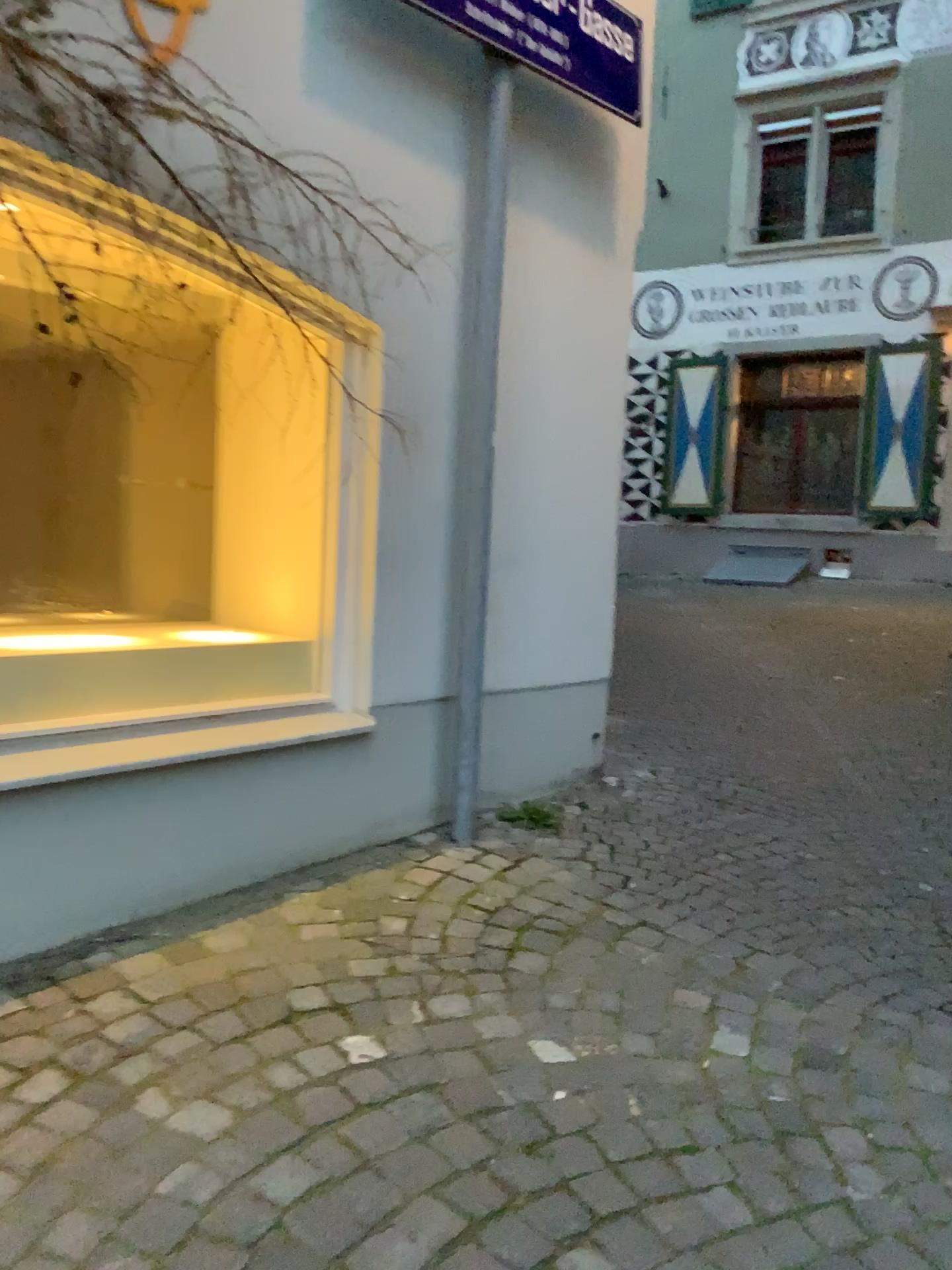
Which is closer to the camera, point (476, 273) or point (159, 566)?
point (476, 273)

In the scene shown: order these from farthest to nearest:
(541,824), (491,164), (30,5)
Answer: (541,824) → (491,164) → (30,5)

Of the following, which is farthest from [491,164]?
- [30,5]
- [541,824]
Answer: [541,824]

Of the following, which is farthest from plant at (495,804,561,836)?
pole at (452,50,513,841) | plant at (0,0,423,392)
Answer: plant at (0,0,423,392)

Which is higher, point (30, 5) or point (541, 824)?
point (30, 5)

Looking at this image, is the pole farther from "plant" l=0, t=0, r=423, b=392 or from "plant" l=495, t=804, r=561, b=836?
"plant" l=0, t=0, r=423, b=392

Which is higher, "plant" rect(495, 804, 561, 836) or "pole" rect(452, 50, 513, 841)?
"pole" rect(452, 50, 513, 841)

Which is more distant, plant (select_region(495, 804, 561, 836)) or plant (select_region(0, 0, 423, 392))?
plant (select_region(495, 804, 561, 836))

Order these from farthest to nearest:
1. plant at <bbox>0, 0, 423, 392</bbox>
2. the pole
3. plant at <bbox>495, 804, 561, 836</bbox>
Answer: plant at <bbox>495, 804, 561, 836</bbox>
the pole
plant at <bbox>0, 0, 423, 392</bbox>
